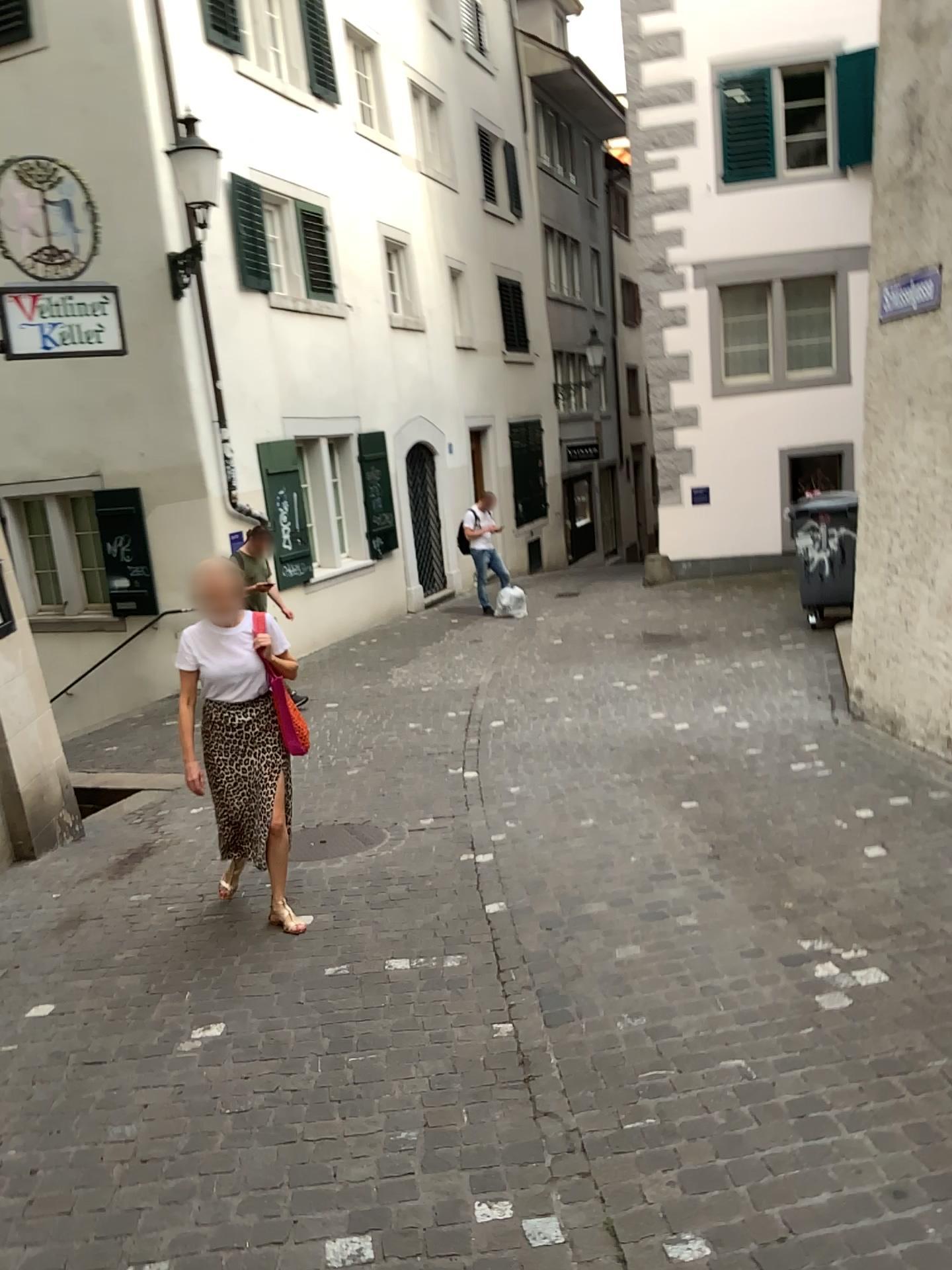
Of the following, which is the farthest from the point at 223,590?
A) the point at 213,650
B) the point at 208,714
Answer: the point at 208,714

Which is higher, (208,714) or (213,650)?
(213,650)

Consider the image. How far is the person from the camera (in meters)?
4.49

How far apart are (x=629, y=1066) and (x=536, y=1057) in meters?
0.3 m

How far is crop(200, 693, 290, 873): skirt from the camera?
4.6 meters

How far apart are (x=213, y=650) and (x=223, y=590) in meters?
0.3

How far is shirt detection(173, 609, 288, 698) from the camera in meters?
4.5 m
